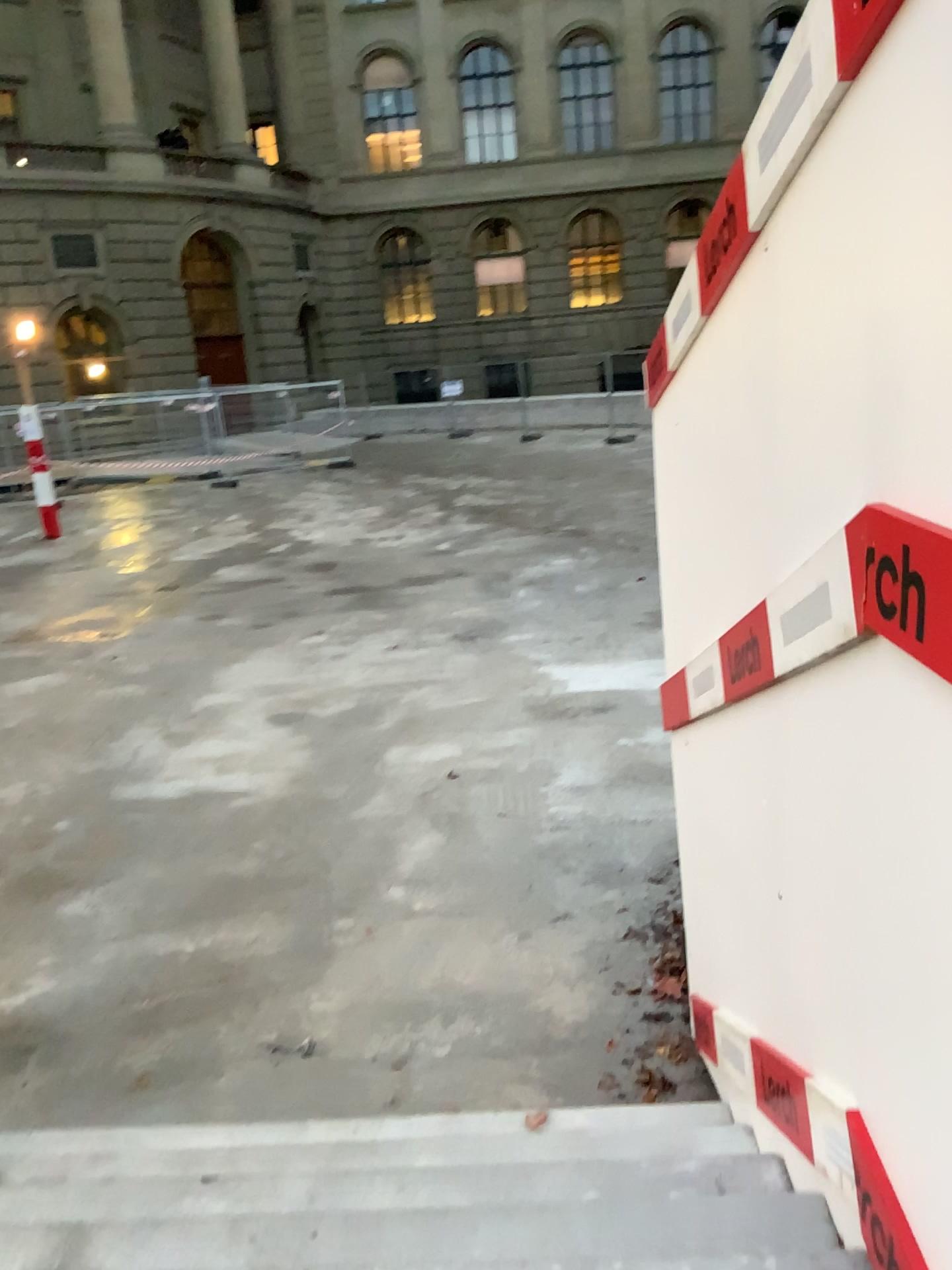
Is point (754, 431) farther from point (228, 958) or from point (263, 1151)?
point (228, 958)
